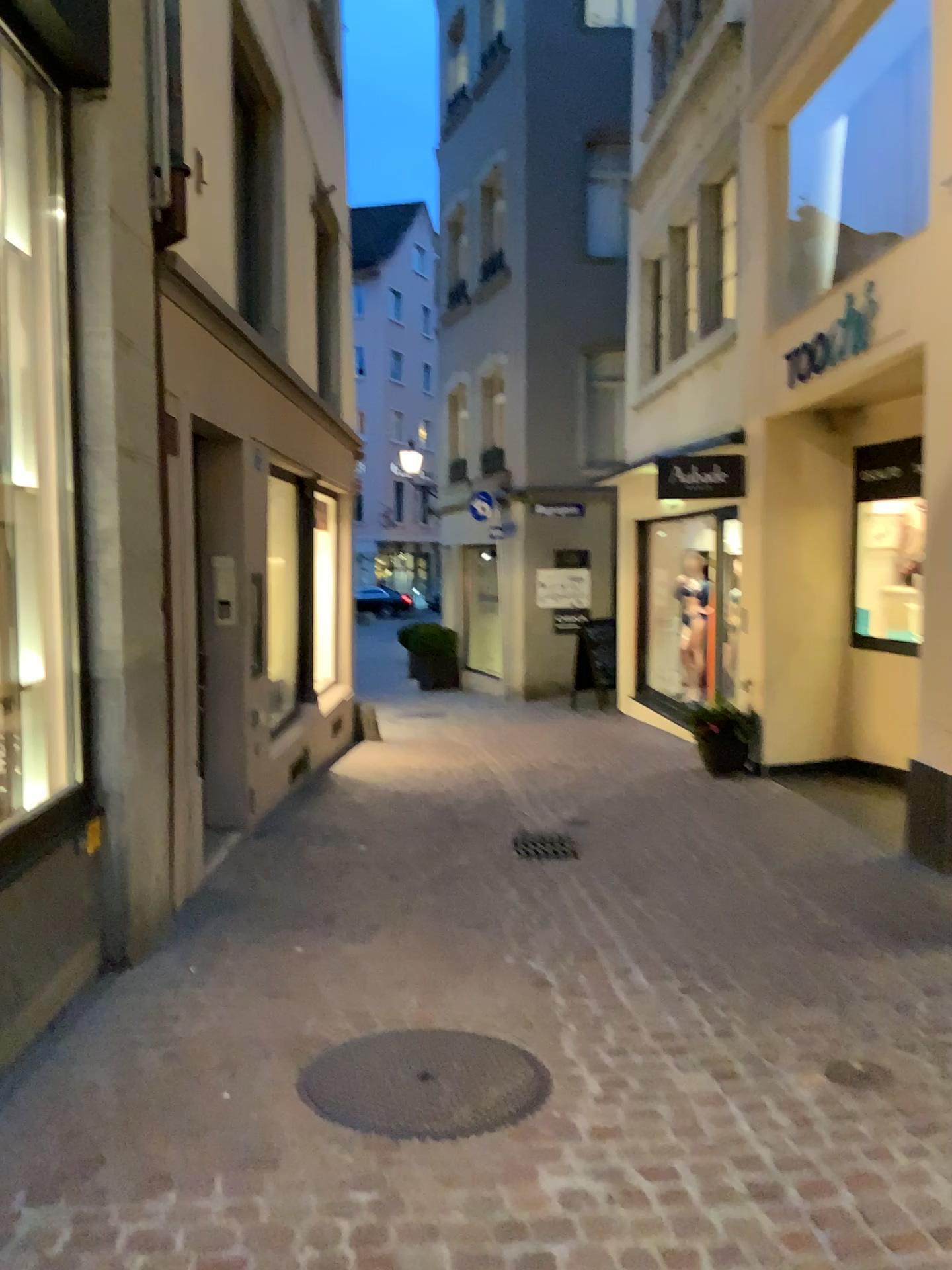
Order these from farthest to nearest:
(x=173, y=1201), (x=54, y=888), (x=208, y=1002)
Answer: (x=208, y=1002) → (x=54, y=888) → (x=173, y=1201)
